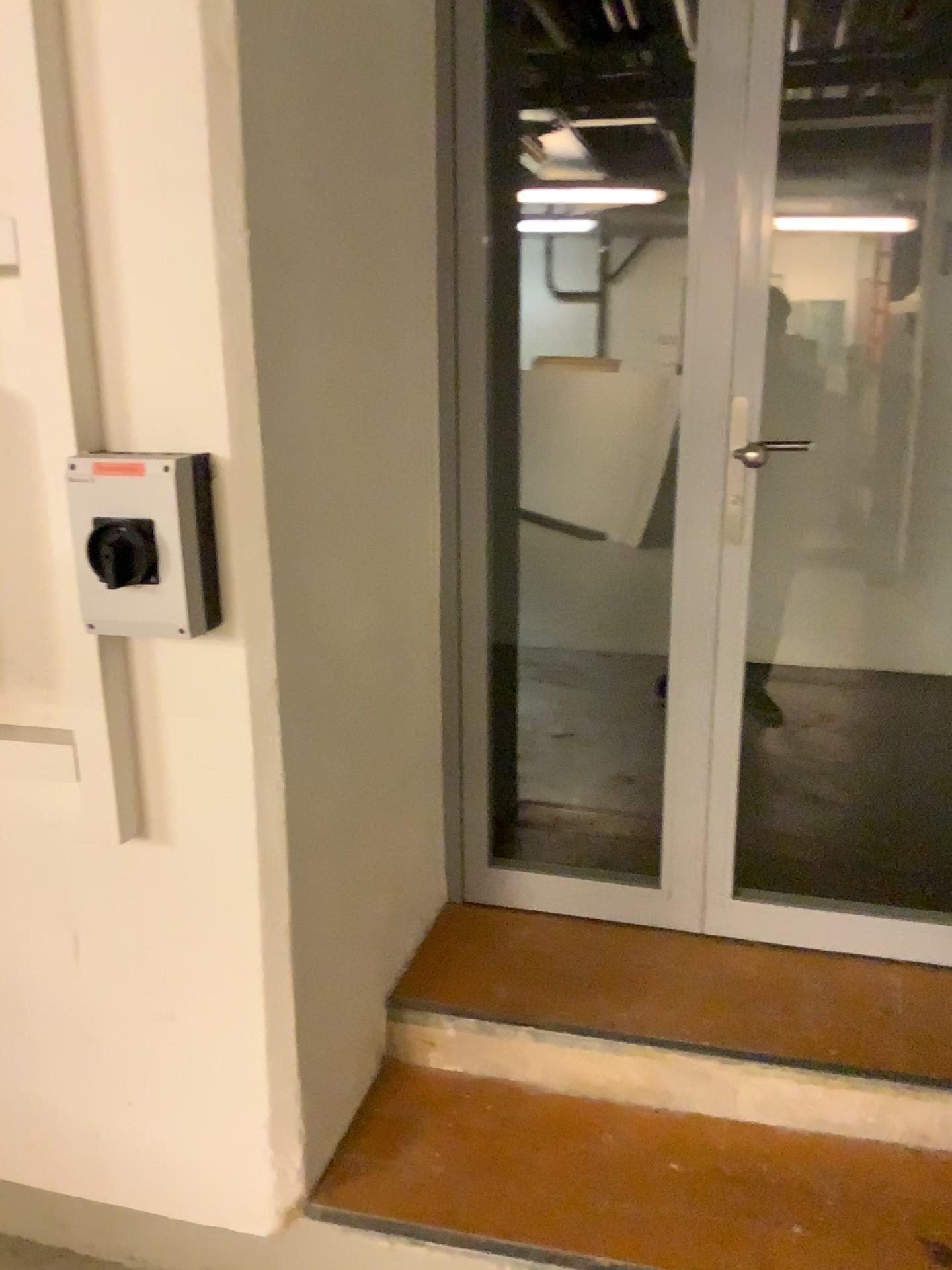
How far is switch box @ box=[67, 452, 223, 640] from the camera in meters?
1.4

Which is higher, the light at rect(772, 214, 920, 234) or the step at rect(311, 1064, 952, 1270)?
the light at rect(772, 214, 920, 234)

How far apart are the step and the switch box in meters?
1.0 m

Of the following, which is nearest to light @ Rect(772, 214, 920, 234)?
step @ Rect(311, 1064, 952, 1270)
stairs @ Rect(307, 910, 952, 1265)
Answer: stairs @ Rect(307, 910, 952, 1265)

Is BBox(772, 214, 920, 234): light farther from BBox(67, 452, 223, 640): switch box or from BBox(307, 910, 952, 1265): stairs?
BBox(67, 452, 223, 640): switch box

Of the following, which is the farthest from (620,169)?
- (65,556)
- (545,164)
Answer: (65,556)

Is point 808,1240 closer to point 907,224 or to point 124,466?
point 124,466

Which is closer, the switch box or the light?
the switch box

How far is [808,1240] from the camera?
1.6m

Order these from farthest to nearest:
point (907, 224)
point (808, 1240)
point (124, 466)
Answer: point (907, 224) → point (808, 1240) → point (124, 466)
